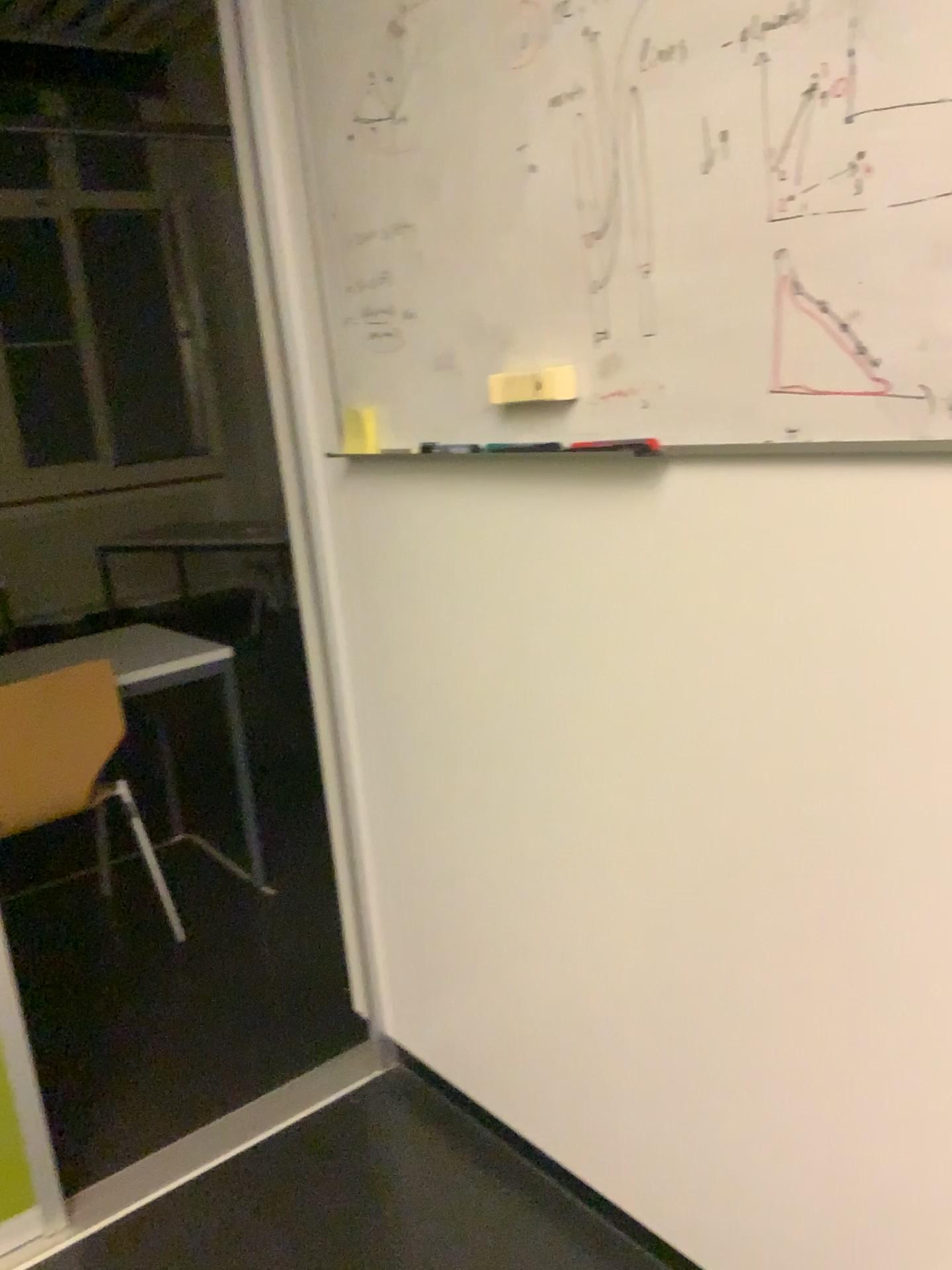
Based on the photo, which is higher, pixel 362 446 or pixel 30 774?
pixel 362 446

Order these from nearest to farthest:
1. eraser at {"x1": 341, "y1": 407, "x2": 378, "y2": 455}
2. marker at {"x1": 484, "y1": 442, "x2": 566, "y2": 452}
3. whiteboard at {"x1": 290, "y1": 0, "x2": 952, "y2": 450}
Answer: whiteboard at {"x1": 290, "y1": 0, "x2": 952, "y2": 450} < marker at {"x1": 484, "y1": 442, "x2": 566, "y2": 452} < eraser at {"x1": 341, "y1": 407, "x2": 378, "y2": 455}

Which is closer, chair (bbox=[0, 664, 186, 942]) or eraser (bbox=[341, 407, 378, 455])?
eraser (bbox=[341, 407, 378, 455])

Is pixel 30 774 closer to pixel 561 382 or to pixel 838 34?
pixel 561 382

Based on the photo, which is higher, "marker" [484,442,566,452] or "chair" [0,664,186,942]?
"marker" [484,442,566,452]

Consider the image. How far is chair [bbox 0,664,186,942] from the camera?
2.5 meters

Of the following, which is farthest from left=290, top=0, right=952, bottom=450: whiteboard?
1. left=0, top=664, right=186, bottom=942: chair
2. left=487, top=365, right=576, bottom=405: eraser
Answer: left=0, top=664, right=186, bottom=942: chair

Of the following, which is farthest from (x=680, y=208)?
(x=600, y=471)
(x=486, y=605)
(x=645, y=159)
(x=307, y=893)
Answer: (x=307, y=893)

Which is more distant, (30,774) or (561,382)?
(30,774)

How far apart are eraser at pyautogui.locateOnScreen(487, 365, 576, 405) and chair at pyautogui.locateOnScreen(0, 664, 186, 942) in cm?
157
